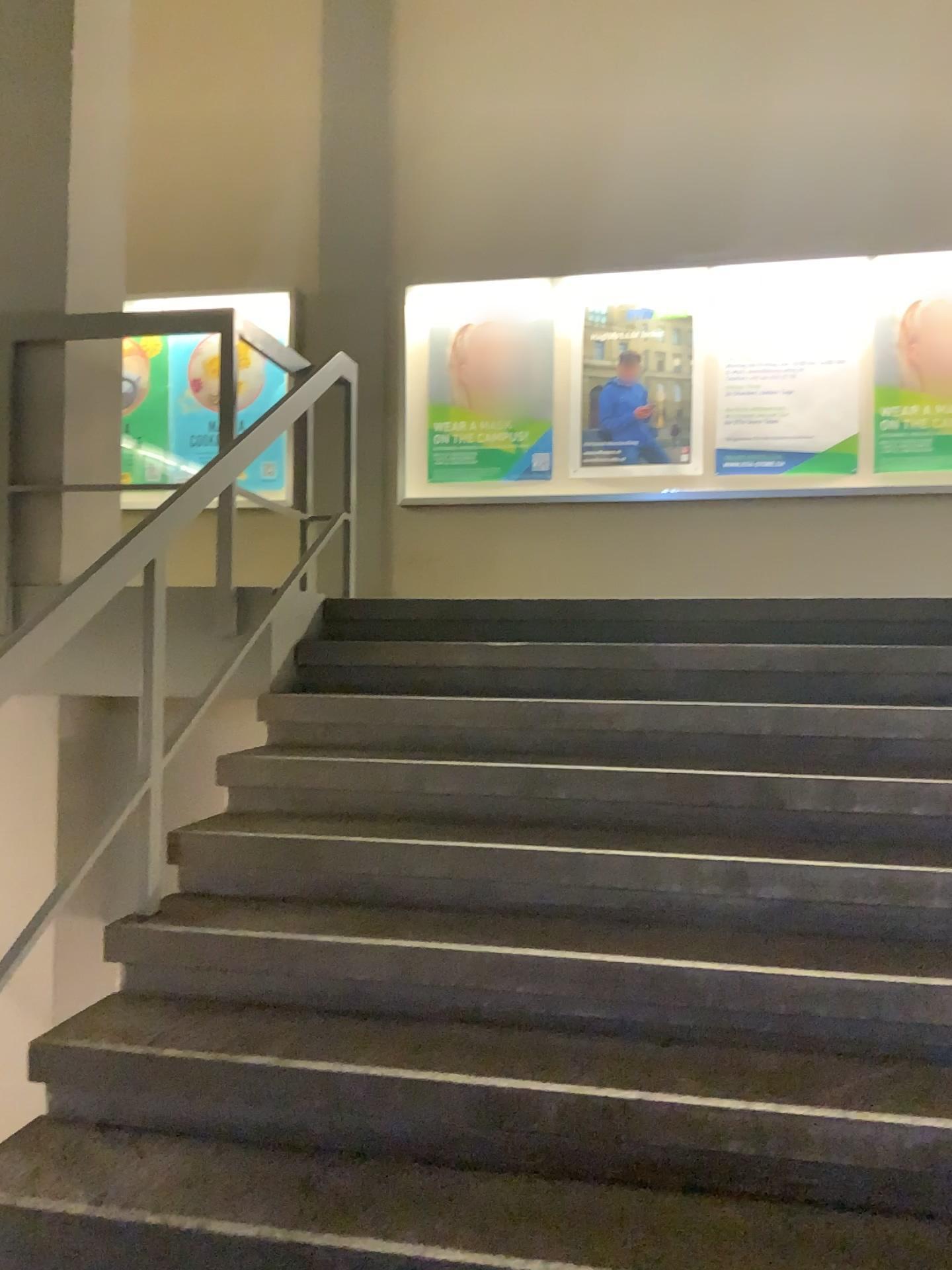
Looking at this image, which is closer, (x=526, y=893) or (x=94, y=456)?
(x=526, y=893)
